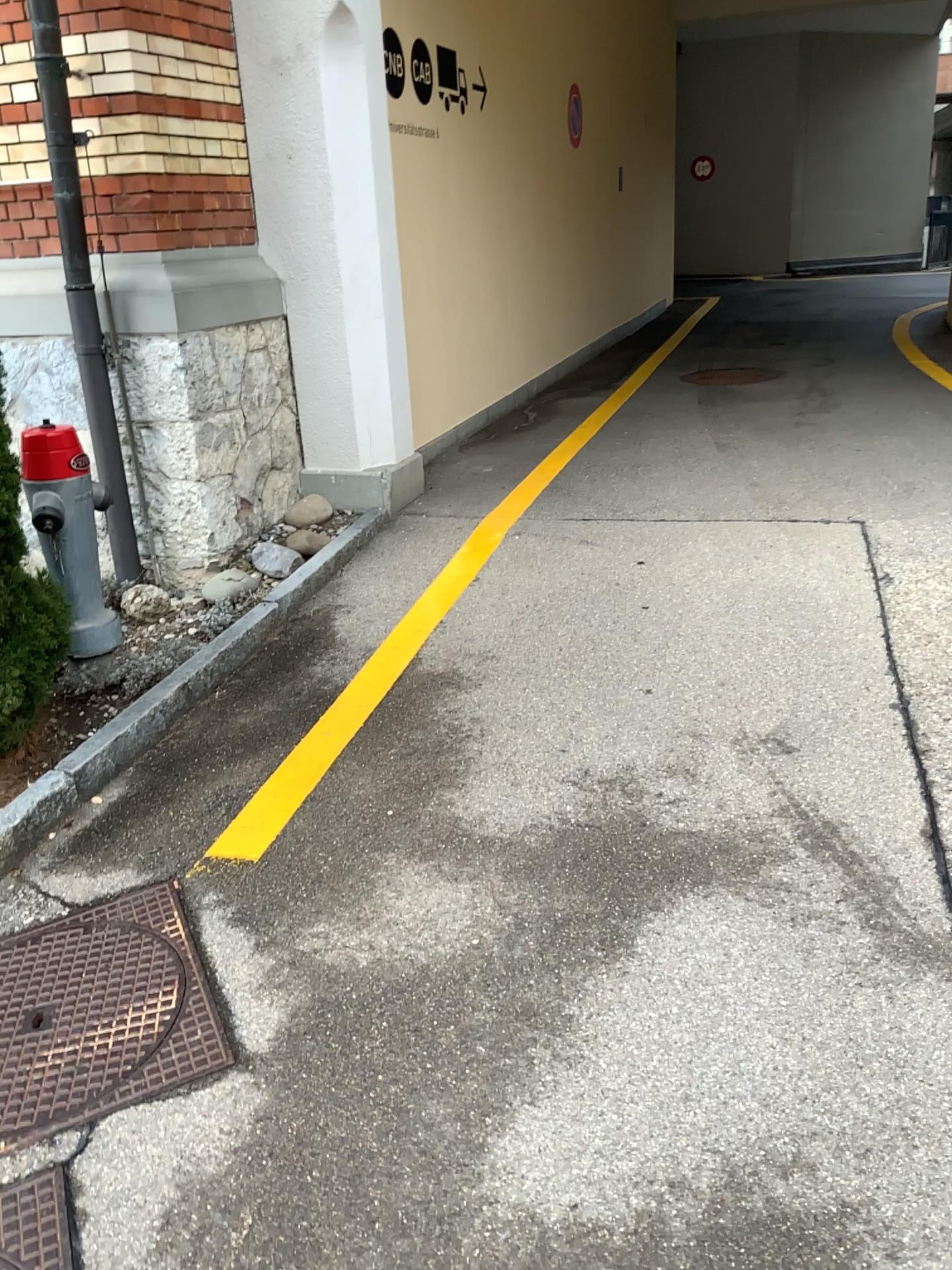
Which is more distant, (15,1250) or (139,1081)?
(139,1081)

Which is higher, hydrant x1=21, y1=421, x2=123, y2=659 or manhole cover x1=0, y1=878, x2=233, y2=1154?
hydrant x1=21, y1=421, x2=123, y2=659

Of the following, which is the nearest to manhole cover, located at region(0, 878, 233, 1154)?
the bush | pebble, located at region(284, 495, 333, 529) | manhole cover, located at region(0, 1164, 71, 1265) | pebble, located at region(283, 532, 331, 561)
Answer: manhole cover, located at region(0, 1164, 71, 1265)

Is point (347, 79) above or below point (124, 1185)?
above

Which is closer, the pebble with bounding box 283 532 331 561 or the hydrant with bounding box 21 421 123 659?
the hydrant with bounding box 21 421 123 659

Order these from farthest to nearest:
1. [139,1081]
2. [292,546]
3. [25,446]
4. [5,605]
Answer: [292,546], [25,446], [5,605], [139,1081]

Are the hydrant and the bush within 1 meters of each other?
yes

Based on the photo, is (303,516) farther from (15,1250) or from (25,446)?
(15,1250)

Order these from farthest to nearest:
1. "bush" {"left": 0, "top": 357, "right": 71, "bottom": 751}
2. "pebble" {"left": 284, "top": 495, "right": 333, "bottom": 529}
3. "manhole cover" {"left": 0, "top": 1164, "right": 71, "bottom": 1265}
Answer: "pebble" {"left": 284, "top": 495, "right": 333, "bottom": 529} < "bush" {"left": 0, "top": 357, "right": 71, "bottom": 751} < "manhole cover" {"left": 0, "top": 1164, "right": 71, "bottom": 1265}

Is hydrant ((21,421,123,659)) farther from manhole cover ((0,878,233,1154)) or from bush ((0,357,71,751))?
manhole cover ((0,878,233,1154))
